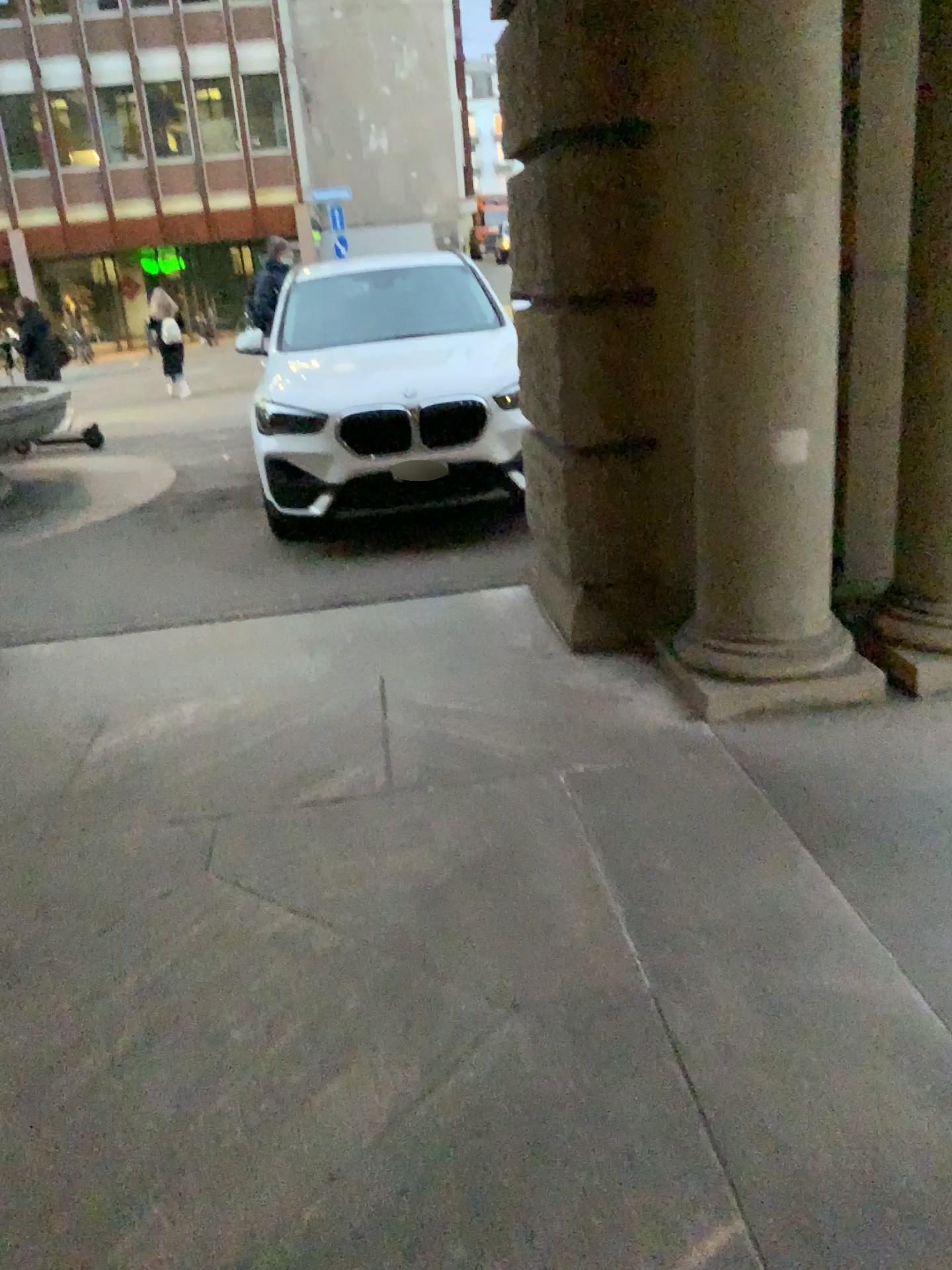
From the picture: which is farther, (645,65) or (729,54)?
(645,65)

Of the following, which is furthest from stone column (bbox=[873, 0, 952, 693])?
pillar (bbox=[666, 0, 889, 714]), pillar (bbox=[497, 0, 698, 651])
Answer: pillar (bbox=[497, 0, 698, 651])

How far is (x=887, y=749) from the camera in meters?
3.0

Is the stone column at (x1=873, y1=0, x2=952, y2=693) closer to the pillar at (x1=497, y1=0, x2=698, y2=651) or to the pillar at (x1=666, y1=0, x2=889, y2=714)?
the pillar at (x1=666, y1=0, x2=889, y2=714)

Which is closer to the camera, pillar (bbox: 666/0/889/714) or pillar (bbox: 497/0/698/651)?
pillar (bbox: 666/0/889/714)

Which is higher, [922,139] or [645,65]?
[645,65]
